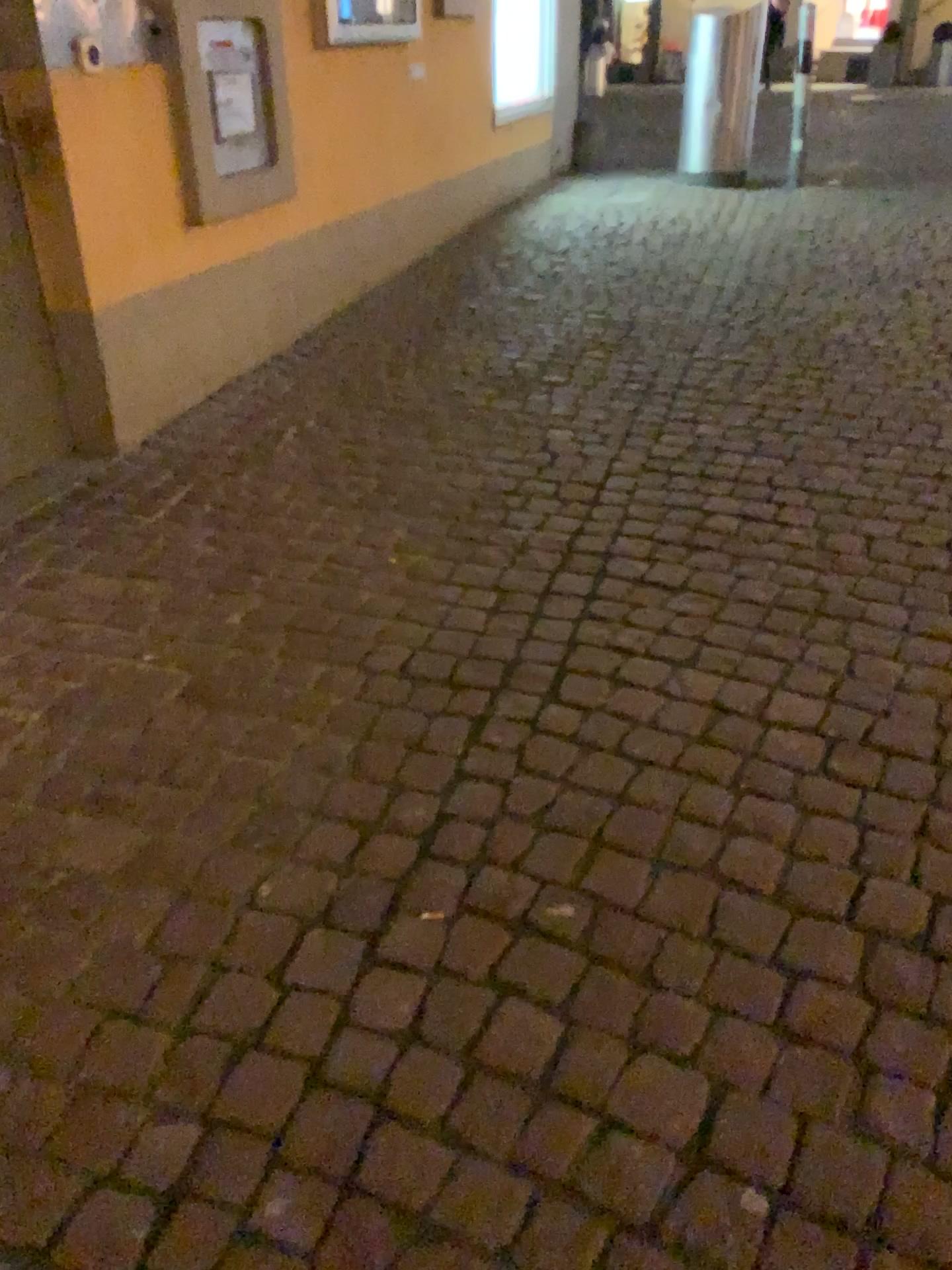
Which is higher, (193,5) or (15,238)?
(193,5)

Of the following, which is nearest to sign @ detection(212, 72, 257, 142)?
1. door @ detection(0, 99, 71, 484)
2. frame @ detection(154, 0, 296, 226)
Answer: frame @ detection(154, 0, 296, 226)

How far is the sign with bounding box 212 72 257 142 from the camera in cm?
338

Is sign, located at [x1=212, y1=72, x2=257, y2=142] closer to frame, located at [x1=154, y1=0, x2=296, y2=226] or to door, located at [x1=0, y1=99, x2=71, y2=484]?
frame, located at [x1=154, y1=0, x2=296, y2=226]

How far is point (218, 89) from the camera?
3.37m

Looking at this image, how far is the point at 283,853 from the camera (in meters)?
1.72

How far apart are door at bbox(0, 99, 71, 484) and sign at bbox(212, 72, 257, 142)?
0.8m

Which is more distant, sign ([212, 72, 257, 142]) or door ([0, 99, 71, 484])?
sign ([212, 72, 257, 142])

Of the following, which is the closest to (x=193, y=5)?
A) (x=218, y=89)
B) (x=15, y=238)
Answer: (x=218, y=89)
